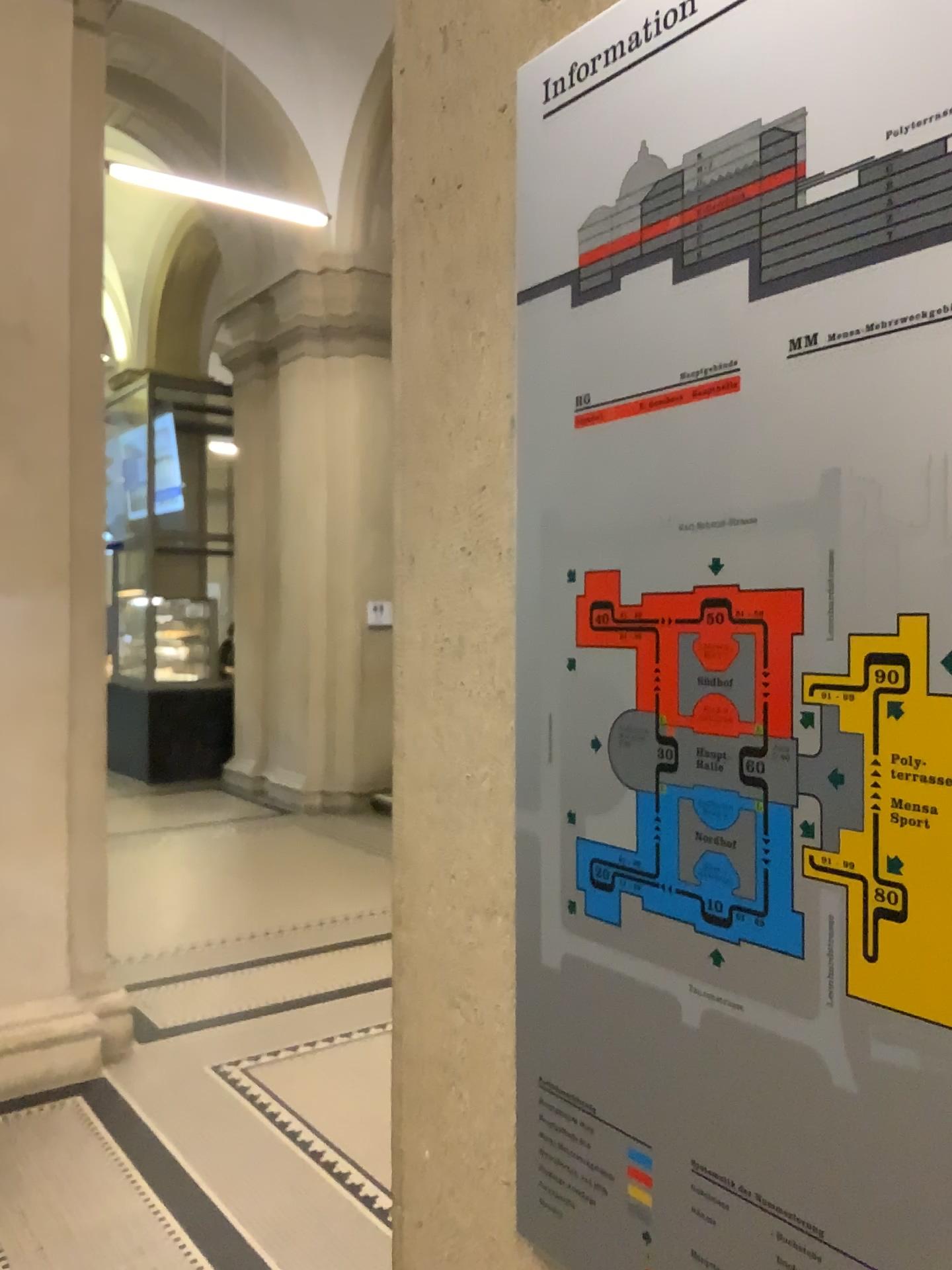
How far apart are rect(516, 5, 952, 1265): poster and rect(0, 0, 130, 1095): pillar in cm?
337

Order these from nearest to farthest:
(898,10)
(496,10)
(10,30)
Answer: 1. (898,10)
2. (496,10)
3. (10,30)

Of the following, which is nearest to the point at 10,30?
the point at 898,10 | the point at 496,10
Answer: the point at 496,10

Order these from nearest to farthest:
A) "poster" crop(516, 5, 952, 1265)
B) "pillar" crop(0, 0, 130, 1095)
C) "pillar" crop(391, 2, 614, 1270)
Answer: "poster" crop(516, 5, 952, 1265)
"pillar" crop(391, 2, 614, 1270)
"pillar" crop(0, 0, 130, 1095)

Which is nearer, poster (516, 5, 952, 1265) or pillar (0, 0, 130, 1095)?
poster (516, 5, 952, 1265)

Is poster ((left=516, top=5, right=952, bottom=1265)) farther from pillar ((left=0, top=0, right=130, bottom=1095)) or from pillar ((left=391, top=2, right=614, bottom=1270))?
pillar ((left=0, top=0, right=130, bottom=1095))

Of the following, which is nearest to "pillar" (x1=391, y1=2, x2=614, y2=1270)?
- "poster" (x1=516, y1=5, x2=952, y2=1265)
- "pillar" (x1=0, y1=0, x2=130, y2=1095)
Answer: "poster" (x1=516, y1=5, x2=952, y2=1265)

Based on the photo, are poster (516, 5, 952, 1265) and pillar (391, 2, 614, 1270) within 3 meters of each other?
yes

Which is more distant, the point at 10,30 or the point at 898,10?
the point at 10,30

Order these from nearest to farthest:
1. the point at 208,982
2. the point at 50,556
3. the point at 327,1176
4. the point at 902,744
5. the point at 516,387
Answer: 1. the point at 902,744
2. the point at 516,387
3. the point at 327,1176
4. the point at 50,556
5. the point at 208,982
